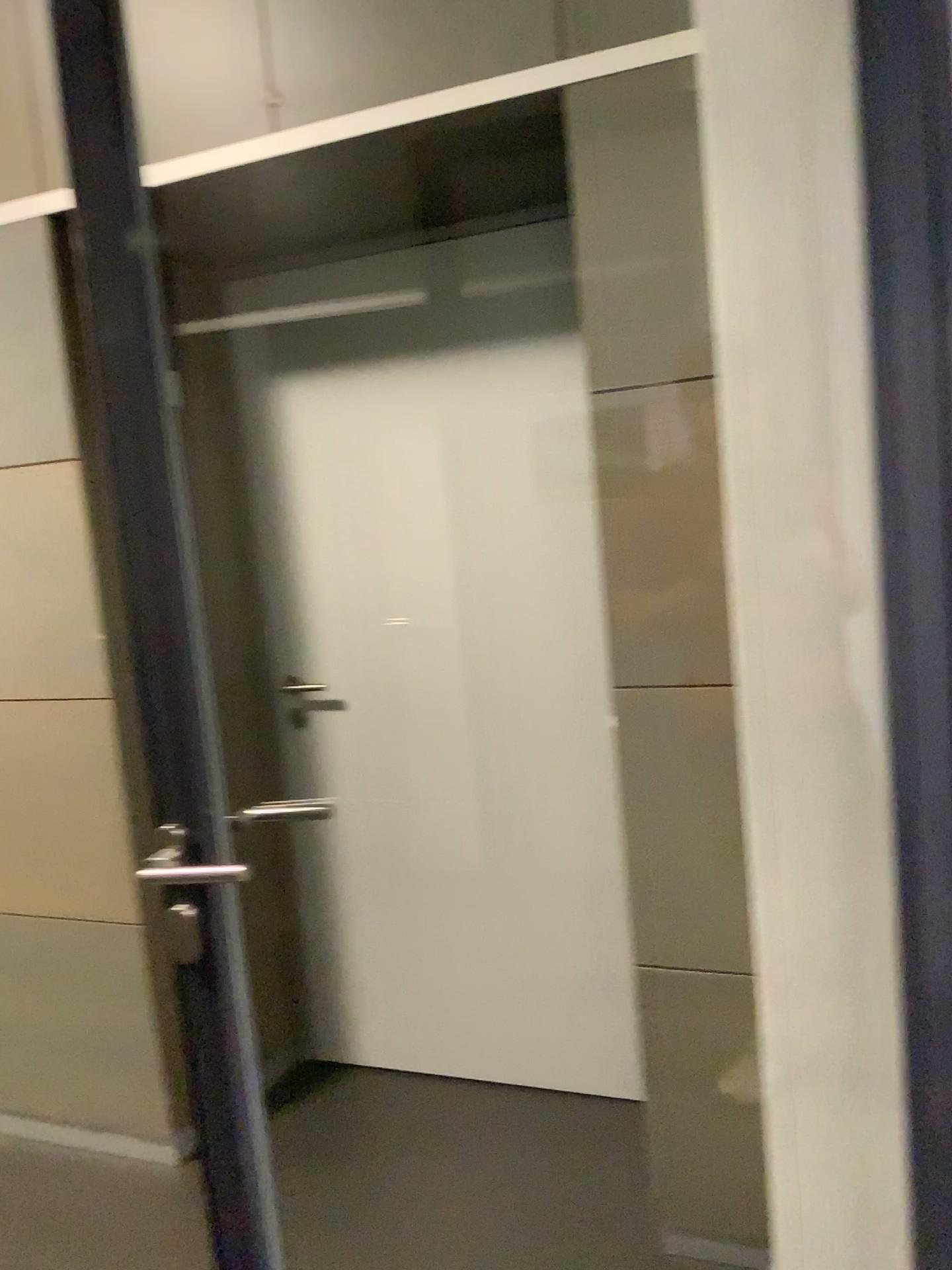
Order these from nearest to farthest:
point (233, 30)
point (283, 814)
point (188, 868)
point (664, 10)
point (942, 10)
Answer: point (942, 10), point (188, 868), point (664, 10), point (233, 30), point (283, 814)

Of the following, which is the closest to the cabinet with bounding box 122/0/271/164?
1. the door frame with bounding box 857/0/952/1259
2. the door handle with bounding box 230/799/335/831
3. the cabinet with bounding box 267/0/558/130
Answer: the cabinet with bounding box 267/0/558/130

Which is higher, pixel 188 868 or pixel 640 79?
pixel 640 79

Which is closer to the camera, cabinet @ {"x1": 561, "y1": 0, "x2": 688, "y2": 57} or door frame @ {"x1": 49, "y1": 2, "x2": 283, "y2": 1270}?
door frame @ {"x1": 49, "y1": 2, "x2": 283, "y2": 1270}

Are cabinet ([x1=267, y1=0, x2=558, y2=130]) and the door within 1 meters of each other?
yes

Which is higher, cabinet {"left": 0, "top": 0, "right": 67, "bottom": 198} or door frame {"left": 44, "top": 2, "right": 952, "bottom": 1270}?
cabinet {"left": 0, "top": 0, "right": 67, "bottom": 198}

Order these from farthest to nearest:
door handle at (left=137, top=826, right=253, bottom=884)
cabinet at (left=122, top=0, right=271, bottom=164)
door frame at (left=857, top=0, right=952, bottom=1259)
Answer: cabinet at (left=122, top=0, right=271, bottom=164)
door handle at (left=137, top=826, right=253, bottom=884)
door frame at (left=857, top=0, right=952, bottom=1259)

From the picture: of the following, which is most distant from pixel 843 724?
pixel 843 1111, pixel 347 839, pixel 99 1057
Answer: pixel 99 1057

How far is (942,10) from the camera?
0.9 meters

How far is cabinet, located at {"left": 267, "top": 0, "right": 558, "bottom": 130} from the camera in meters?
1.8
